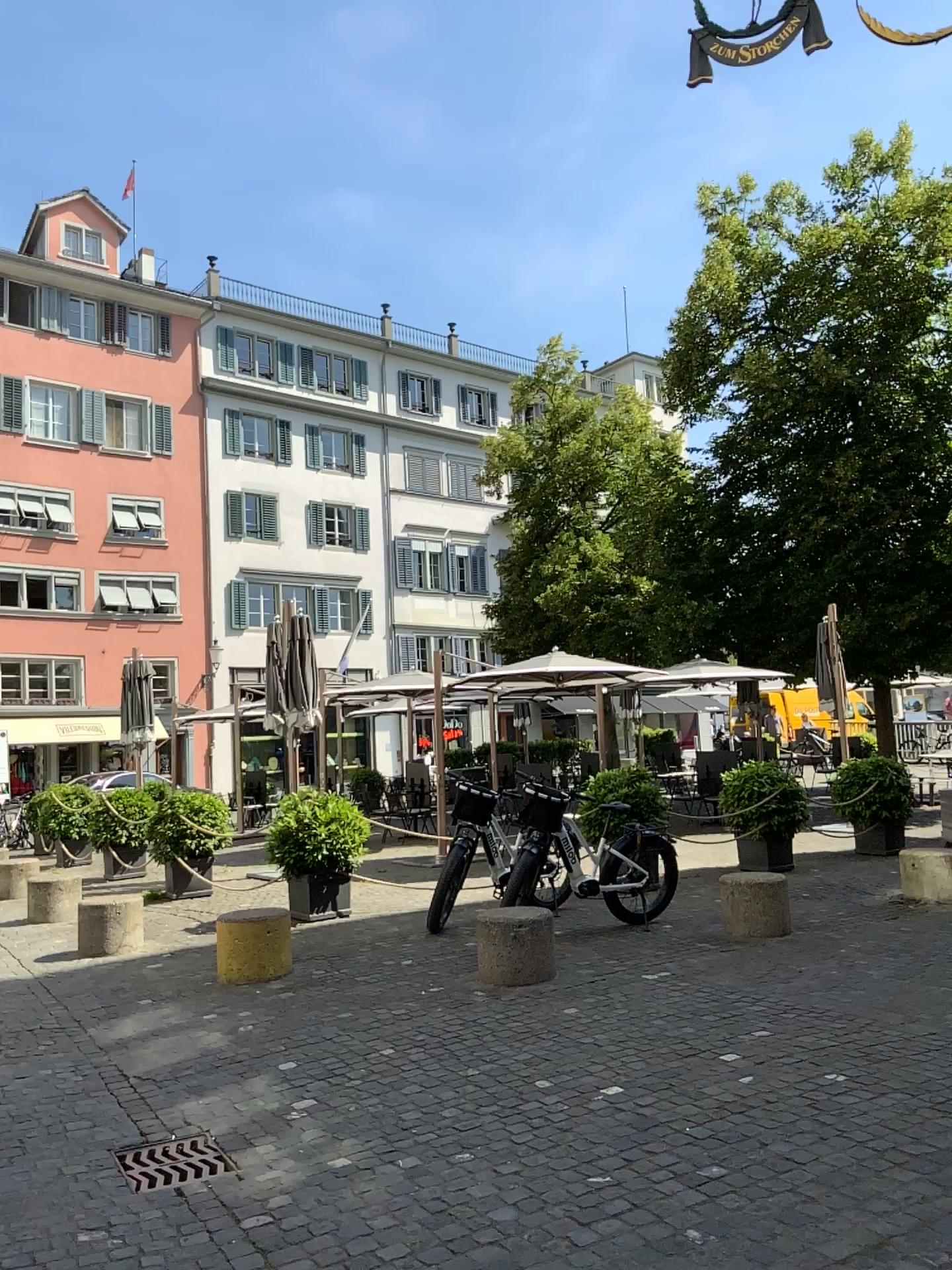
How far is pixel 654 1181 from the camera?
3.4 meters
